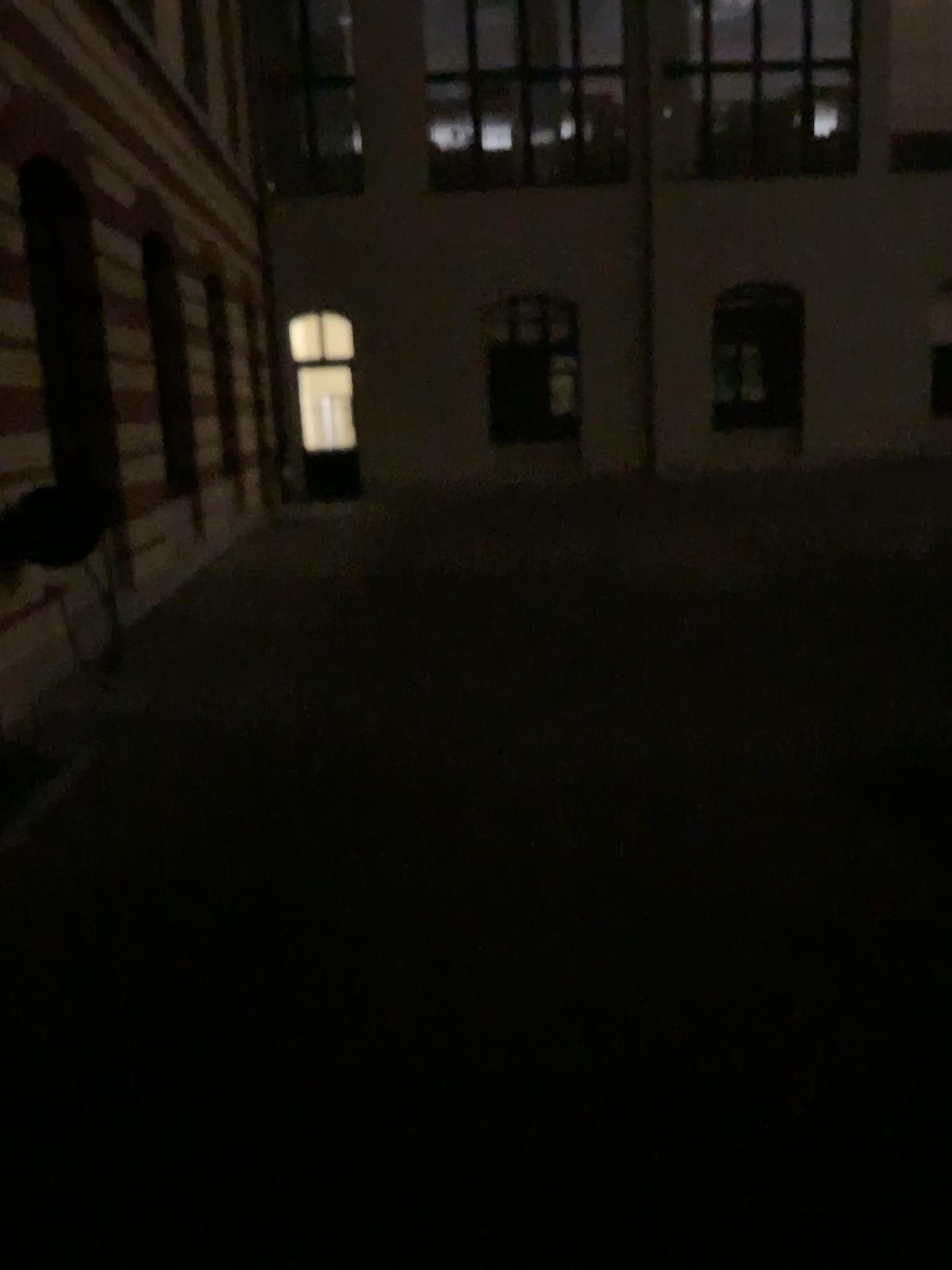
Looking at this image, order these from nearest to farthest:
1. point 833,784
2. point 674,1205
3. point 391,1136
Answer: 1. point 674,1205
2. point 391,1136
3. point 833,784
